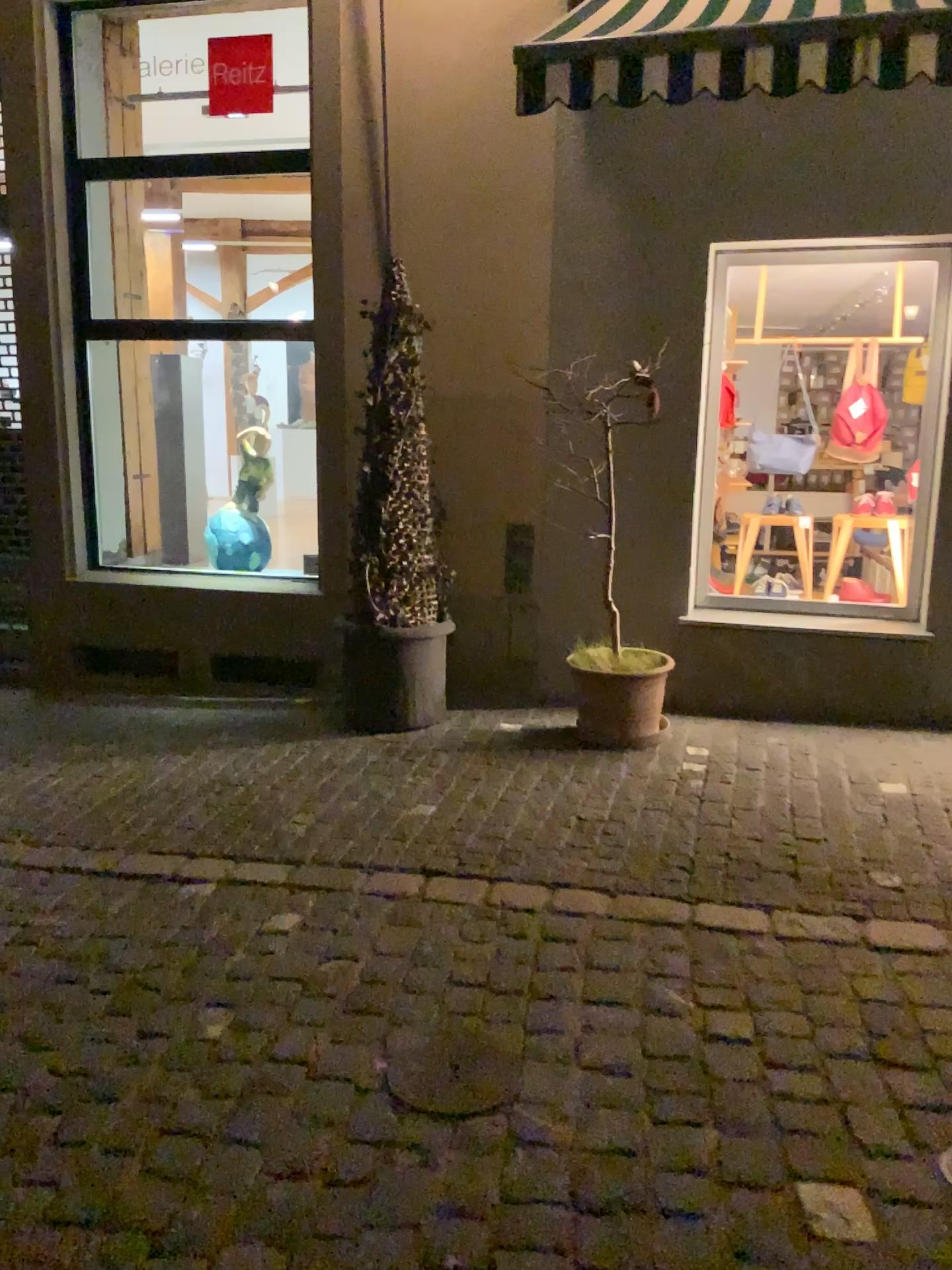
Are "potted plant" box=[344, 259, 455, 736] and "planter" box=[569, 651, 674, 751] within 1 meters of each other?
yes

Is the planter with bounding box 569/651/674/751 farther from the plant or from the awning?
the awning

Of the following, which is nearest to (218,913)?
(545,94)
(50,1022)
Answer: (50,1022)

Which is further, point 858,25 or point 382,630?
point 382,630

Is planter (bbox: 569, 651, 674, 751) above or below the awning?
below

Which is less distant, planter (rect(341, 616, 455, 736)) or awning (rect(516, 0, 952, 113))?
awning (rect(516, 0, 952, 113))

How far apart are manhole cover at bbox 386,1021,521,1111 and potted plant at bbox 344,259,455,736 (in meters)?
2.51

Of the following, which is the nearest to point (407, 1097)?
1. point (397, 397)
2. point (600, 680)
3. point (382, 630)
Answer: point (600, 680)

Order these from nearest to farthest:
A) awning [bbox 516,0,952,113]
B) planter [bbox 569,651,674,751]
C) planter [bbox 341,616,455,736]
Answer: awning [bbox 516,0,952,113]
planter [bbox 569,651,674,751]
planter [bbox 341,616,455,736]

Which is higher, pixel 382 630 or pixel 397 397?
pixel 397 397
